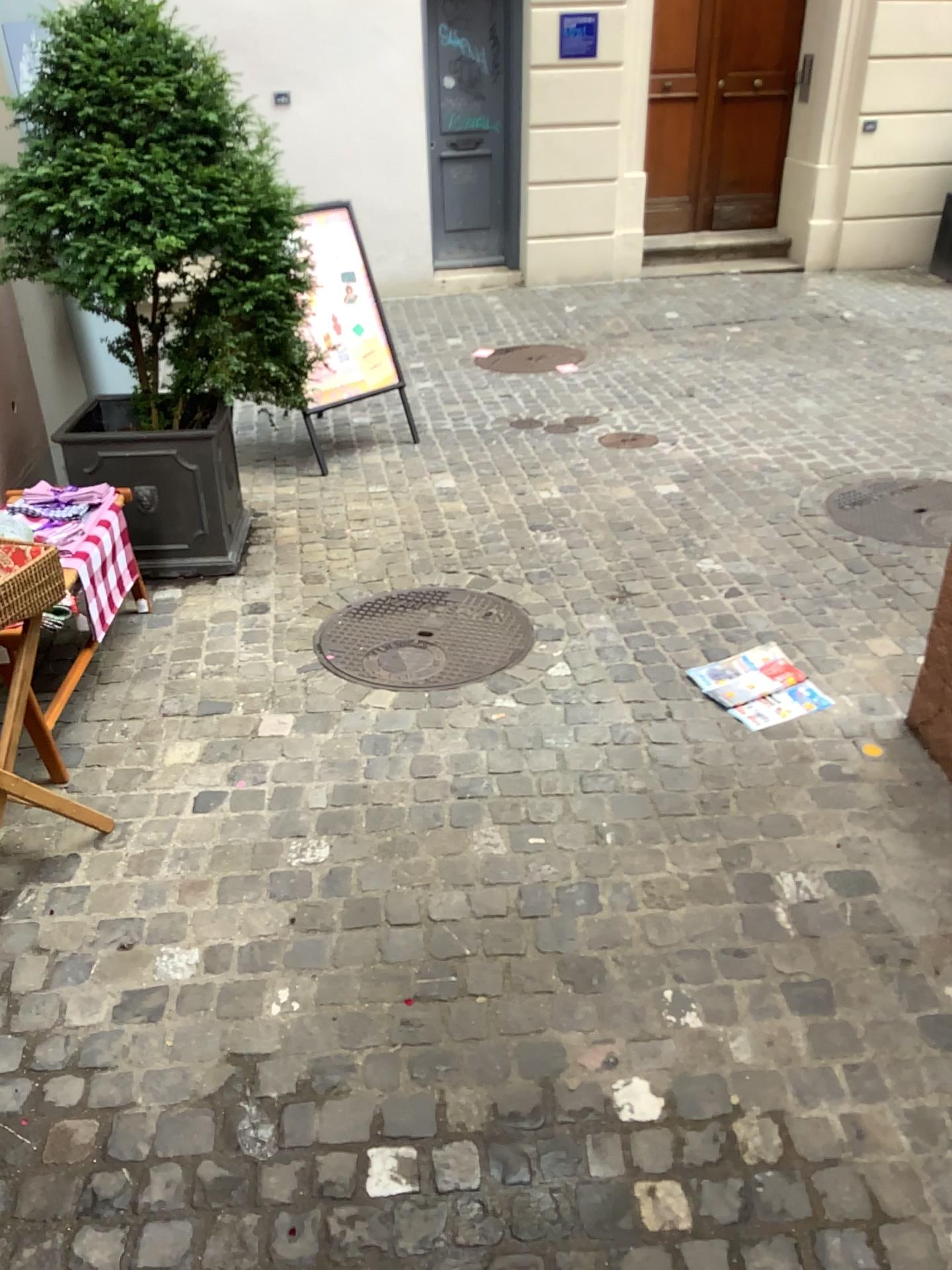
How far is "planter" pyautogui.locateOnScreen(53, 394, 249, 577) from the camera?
3.7 meters

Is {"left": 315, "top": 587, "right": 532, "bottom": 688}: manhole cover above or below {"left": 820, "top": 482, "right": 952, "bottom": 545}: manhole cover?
below

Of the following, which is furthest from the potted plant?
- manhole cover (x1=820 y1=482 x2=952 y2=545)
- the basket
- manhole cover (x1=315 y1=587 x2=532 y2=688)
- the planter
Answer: manhole cover (x1=820 y1=482 x2=952 y2=545)

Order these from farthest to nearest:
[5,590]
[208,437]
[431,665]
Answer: [208,437]
[431,665]
[5,590]

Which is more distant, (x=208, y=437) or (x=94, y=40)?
(x=208, y=437)

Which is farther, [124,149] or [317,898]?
[124,149]

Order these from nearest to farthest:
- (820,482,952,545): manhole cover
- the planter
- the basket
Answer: the basket, the planter, (820,482,952,545): manhole cover

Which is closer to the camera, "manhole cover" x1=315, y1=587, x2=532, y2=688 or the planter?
"manhole cover" x1=315, y1=587, x2=532, y2=688

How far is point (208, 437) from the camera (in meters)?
3.72

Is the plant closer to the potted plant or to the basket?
the potted plant
